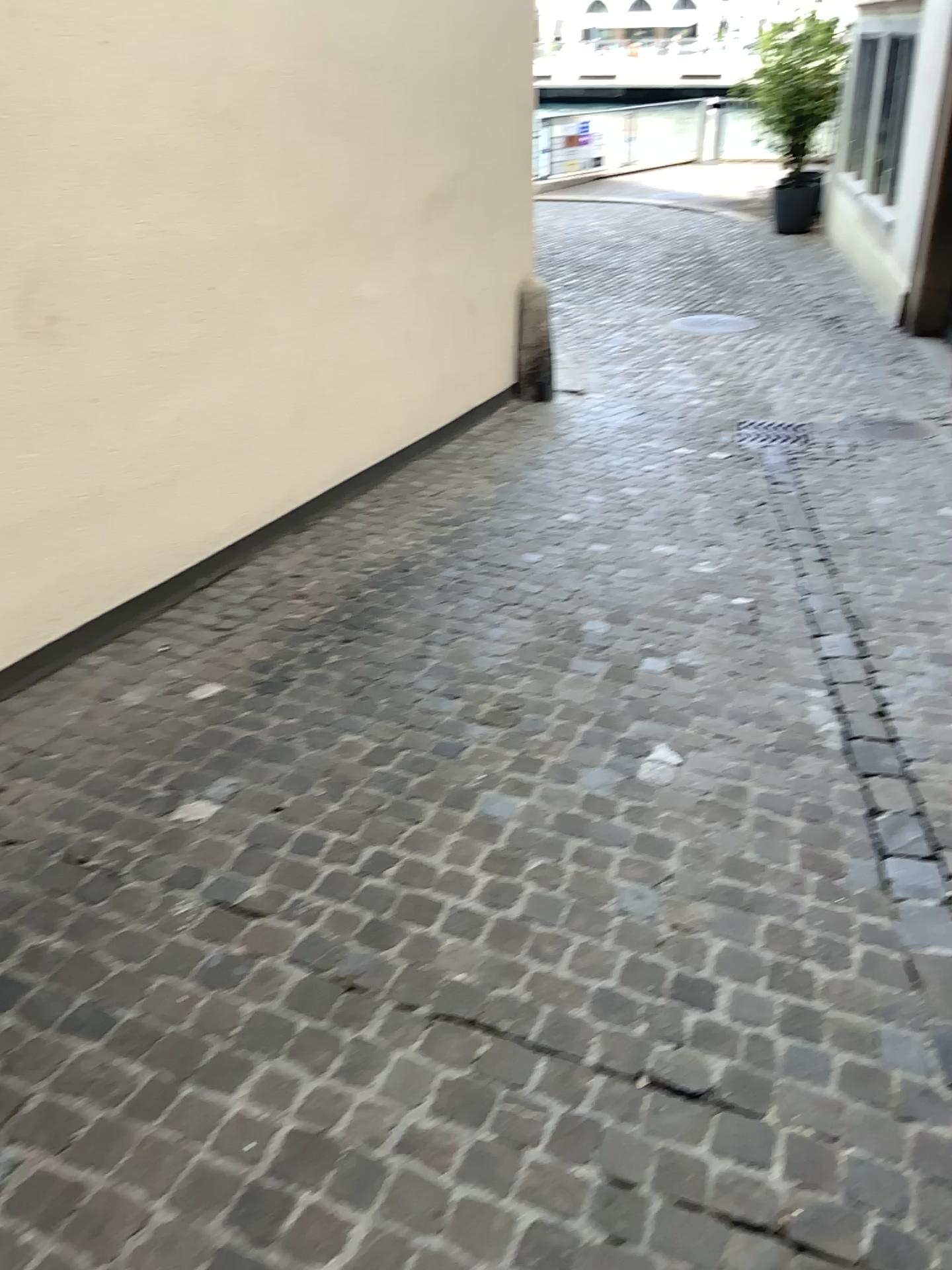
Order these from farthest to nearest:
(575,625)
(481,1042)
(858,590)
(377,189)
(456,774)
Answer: (377,189) → (858,590) → (575,625) → (456,774) → (481,1042)
